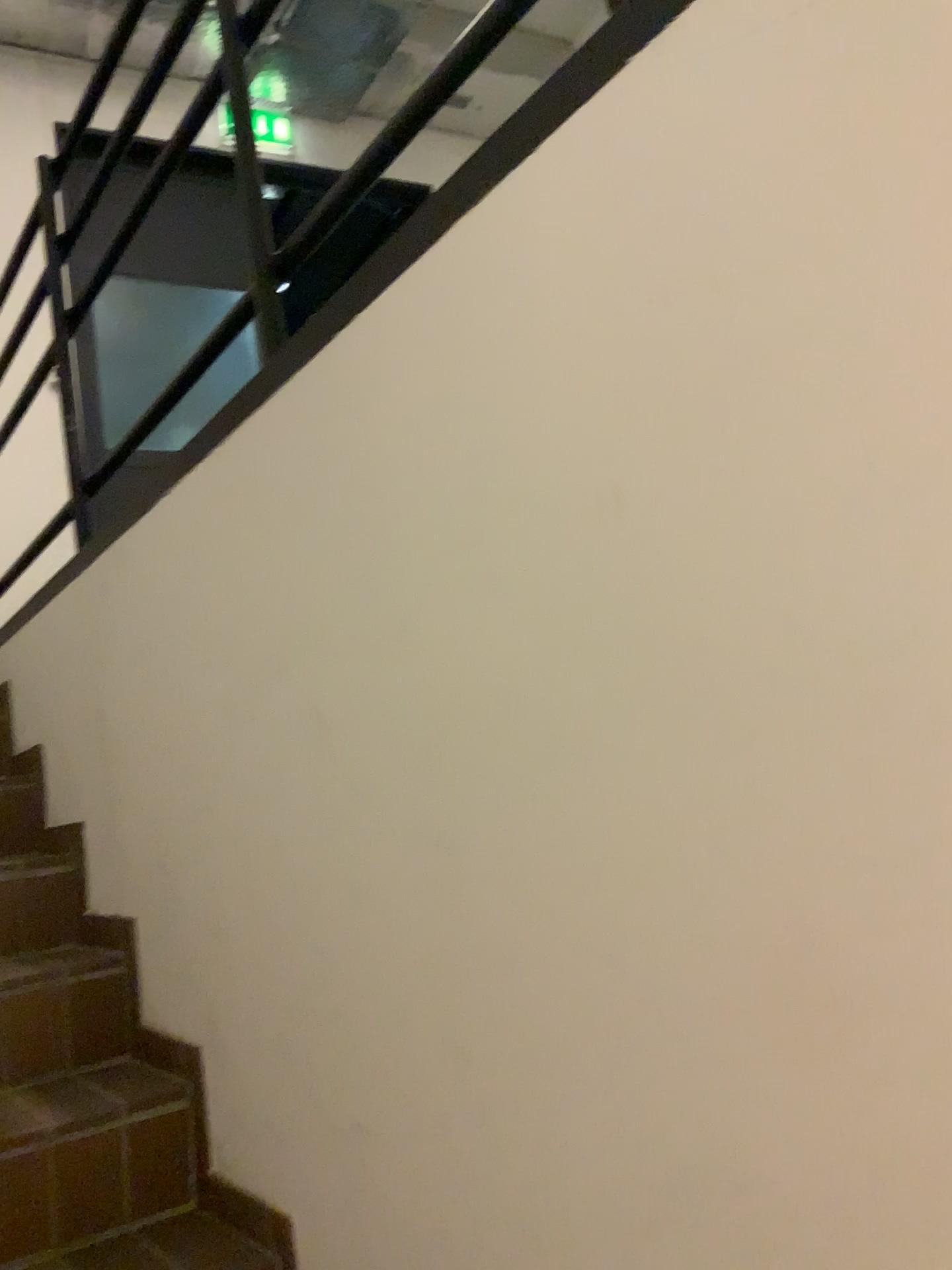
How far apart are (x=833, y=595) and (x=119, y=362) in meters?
4.3

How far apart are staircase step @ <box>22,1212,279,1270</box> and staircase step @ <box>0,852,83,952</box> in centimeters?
66cm

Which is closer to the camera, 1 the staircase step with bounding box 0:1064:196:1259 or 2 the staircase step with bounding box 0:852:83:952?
1 the staircase step with bounding box 0:1064:196:1259

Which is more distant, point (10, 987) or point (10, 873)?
point (10, 873)

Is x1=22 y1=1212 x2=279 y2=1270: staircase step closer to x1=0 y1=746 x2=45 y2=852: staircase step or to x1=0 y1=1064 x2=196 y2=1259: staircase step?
x1=0 y1=1064 x2=196 y2=1259: staircase step

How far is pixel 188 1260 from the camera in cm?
149

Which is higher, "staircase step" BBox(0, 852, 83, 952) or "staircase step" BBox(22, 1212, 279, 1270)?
"staircase step" BBox(0, 852, 83, 952)

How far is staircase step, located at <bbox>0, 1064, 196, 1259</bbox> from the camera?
1.5m

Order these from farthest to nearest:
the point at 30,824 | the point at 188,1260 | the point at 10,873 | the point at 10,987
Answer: the point at 30,824 < the point at 10,873 < the point at 10,987 < the point at 188,1260

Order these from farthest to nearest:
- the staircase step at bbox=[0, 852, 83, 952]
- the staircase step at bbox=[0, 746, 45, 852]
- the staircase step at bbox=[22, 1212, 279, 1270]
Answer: the staircase step at bbox=[0, 746, 45, 852] → the staircase step at bbox=[0, 852, 83, 952] → the staircase step at bbox=[22, 1212, 279, 1270]
